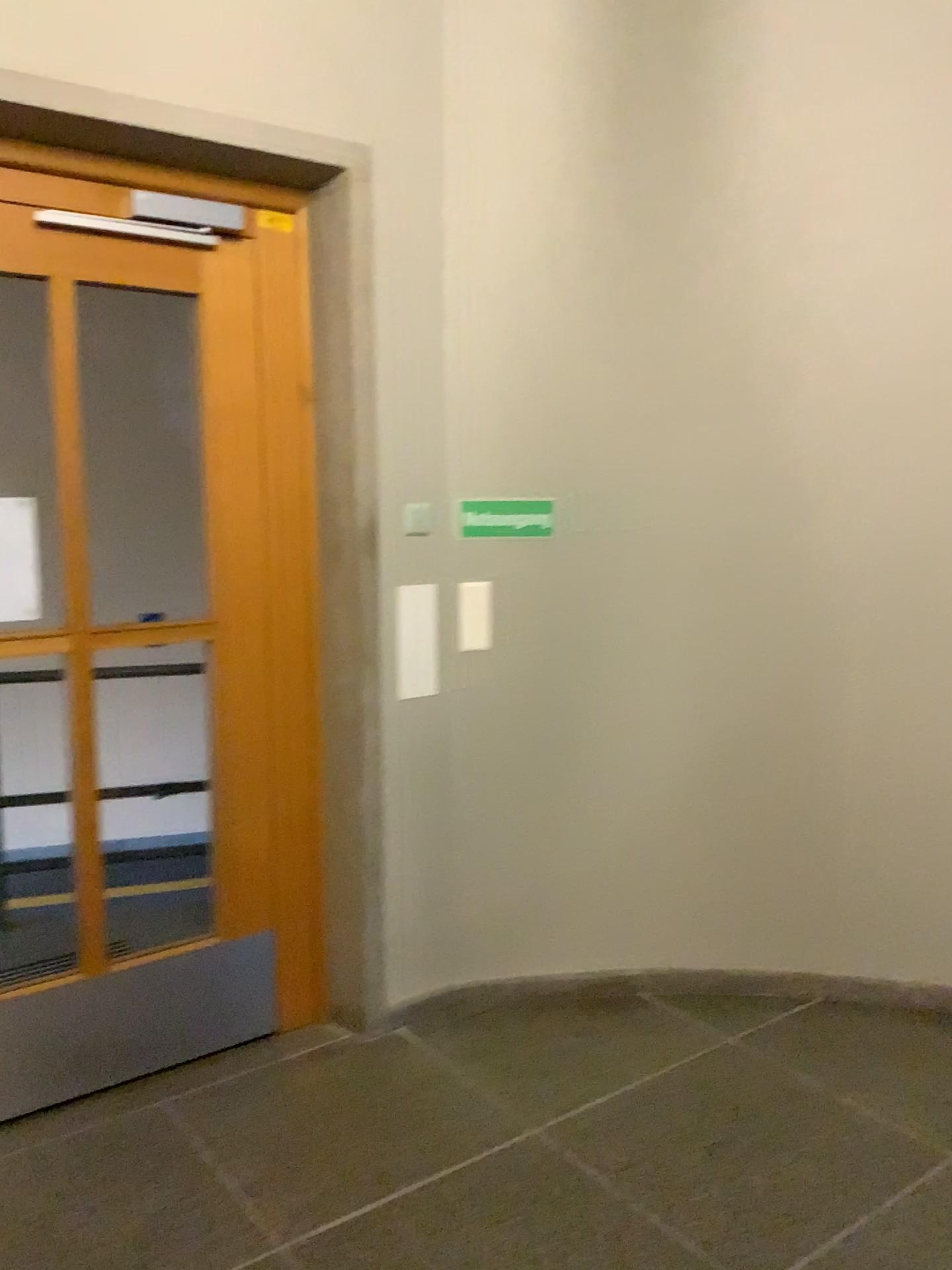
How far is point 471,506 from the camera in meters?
3.1

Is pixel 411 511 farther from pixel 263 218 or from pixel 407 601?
pixel 263 218

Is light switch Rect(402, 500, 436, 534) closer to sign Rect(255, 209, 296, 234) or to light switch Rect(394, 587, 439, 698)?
light switch Rect(394, 587, 439, 698)

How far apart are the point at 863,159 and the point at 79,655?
2.55m

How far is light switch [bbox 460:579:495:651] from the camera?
3.12m

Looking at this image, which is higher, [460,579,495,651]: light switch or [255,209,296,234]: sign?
[255,209,296,234]: sign

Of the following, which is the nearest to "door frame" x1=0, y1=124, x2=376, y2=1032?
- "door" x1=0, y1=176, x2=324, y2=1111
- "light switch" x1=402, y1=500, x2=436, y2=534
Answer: "door" x1=0, y1=176, x2=324, y2=1111

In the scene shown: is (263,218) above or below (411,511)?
above

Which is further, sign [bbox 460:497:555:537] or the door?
sign [bbox 460:497:555:537]

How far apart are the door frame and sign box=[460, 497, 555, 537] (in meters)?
0.45
